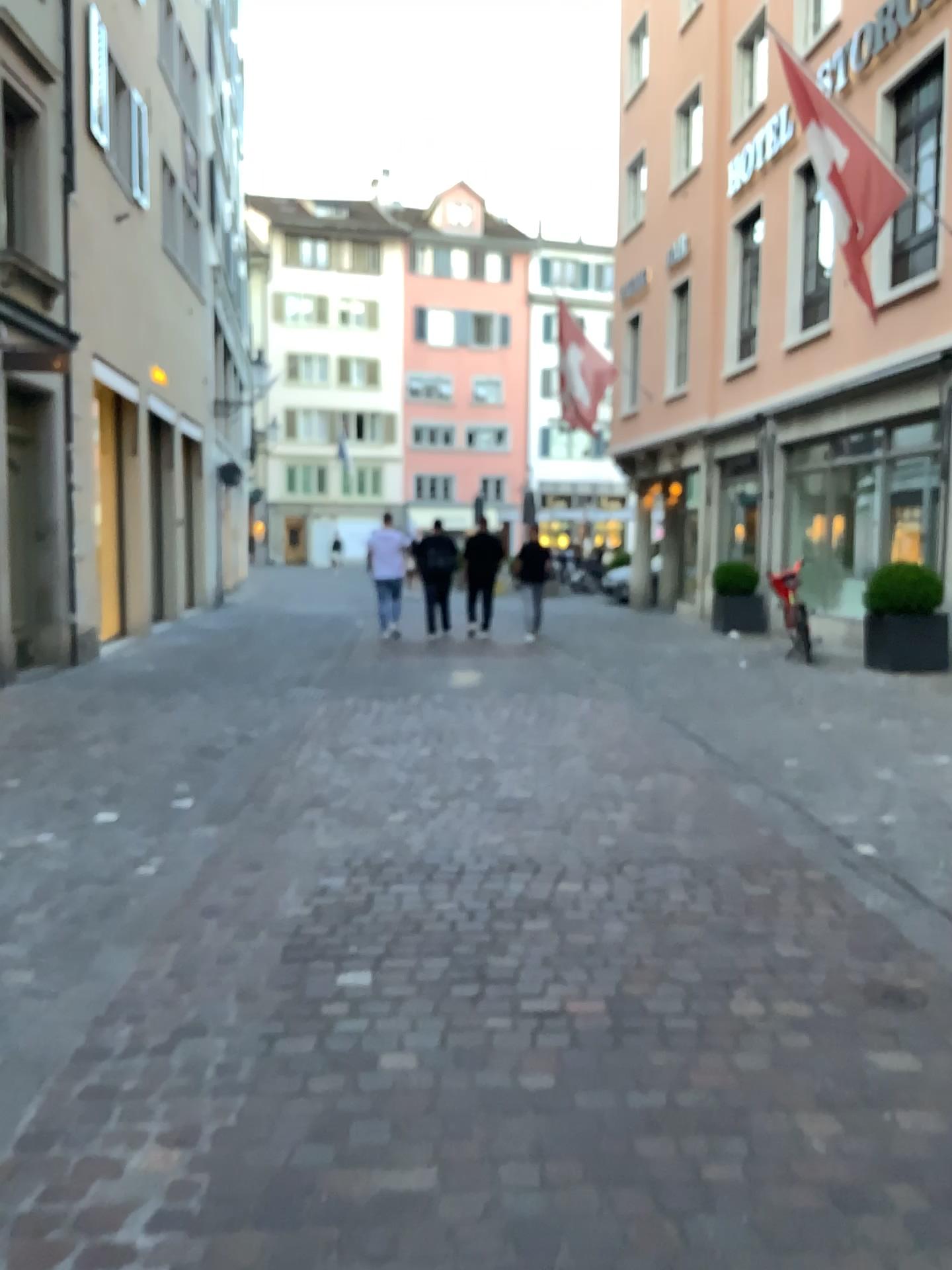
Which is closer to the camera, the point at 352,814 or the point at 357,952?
the point at 357,952
